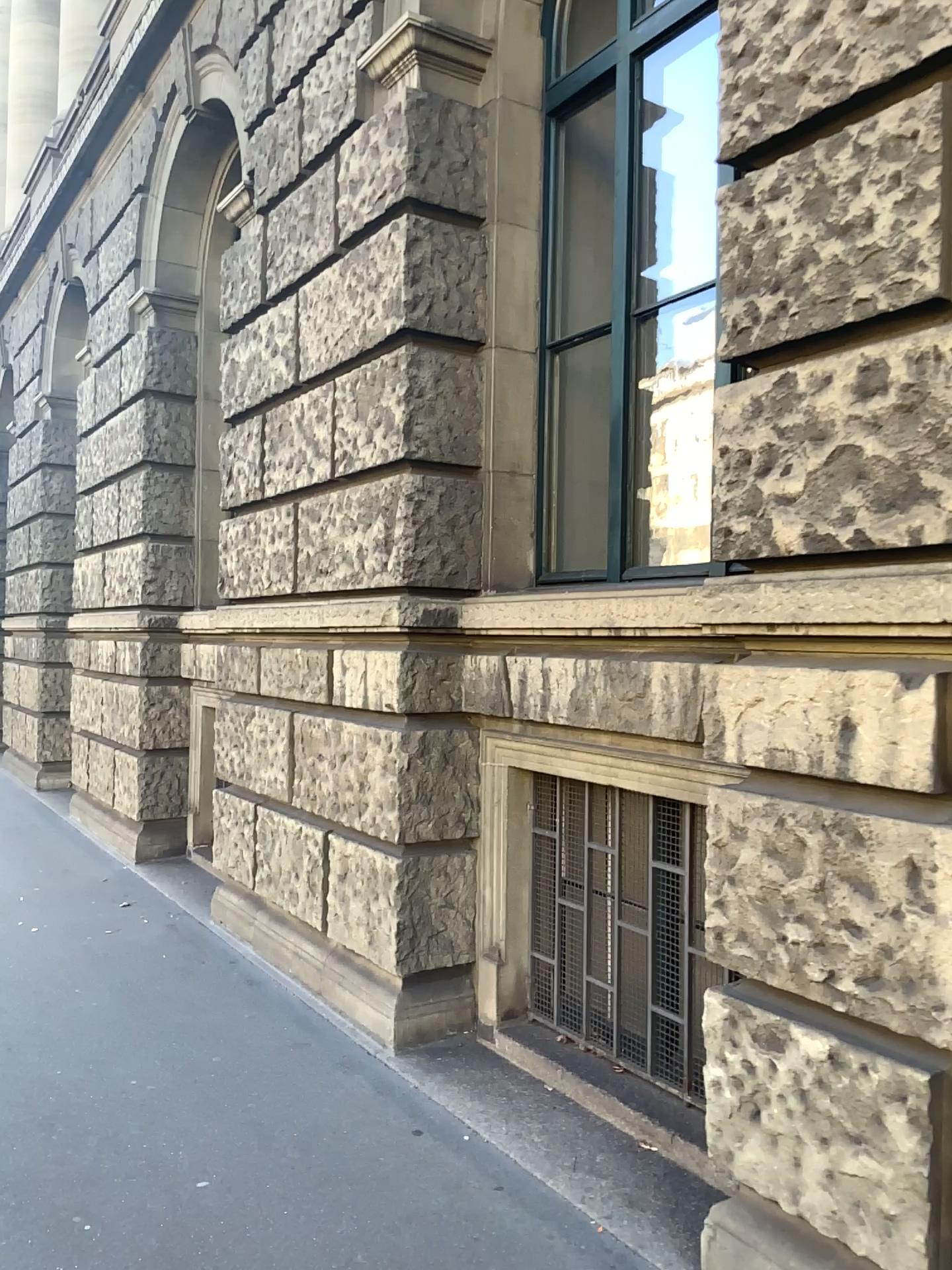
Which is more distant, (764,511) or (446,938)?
(446,938)

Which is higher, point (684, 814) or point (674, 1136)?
point (684, 814)
